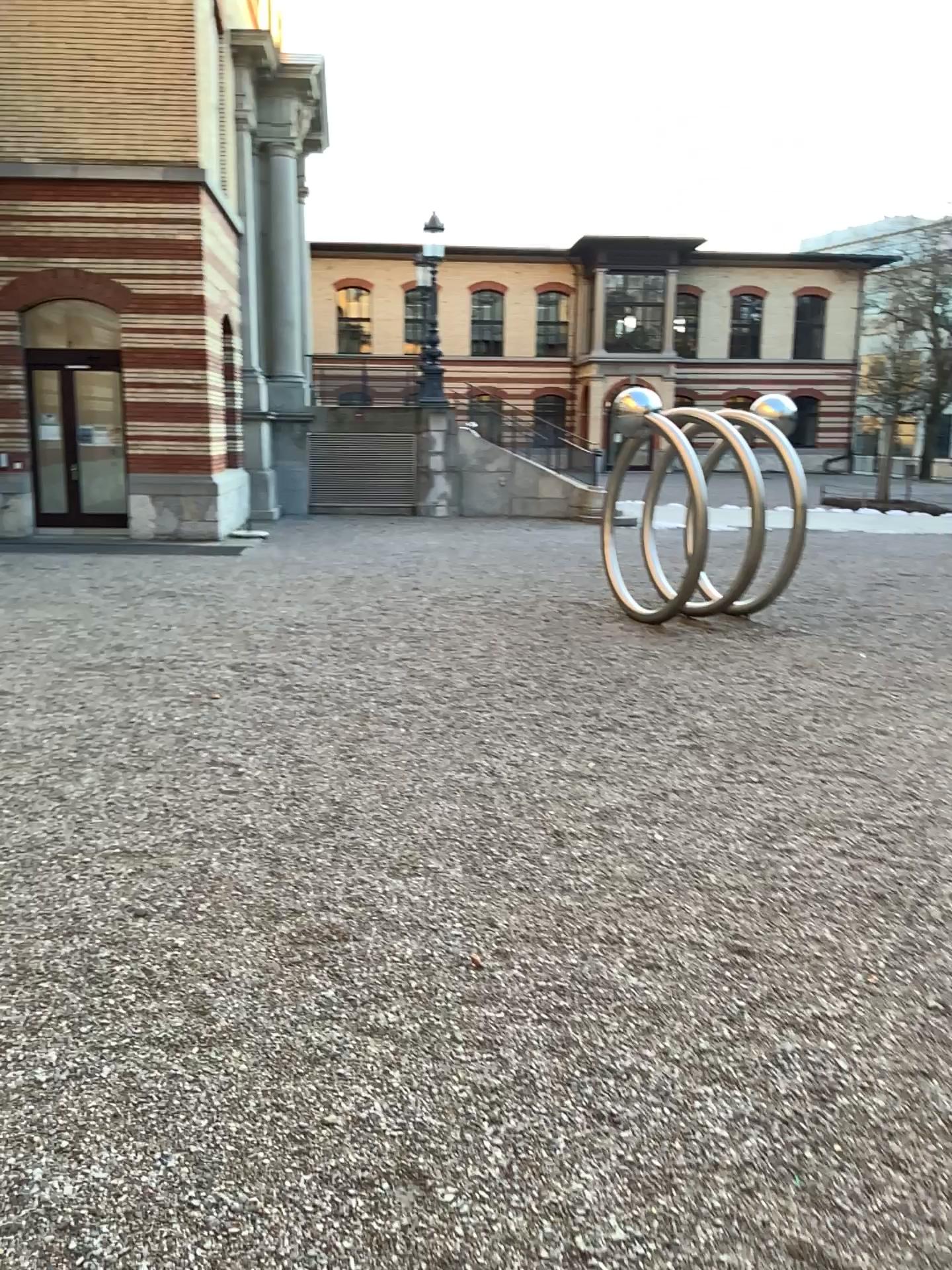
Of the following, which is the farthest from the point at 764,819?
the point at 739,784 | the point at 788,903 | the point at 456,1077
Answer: the point at 456,1077
